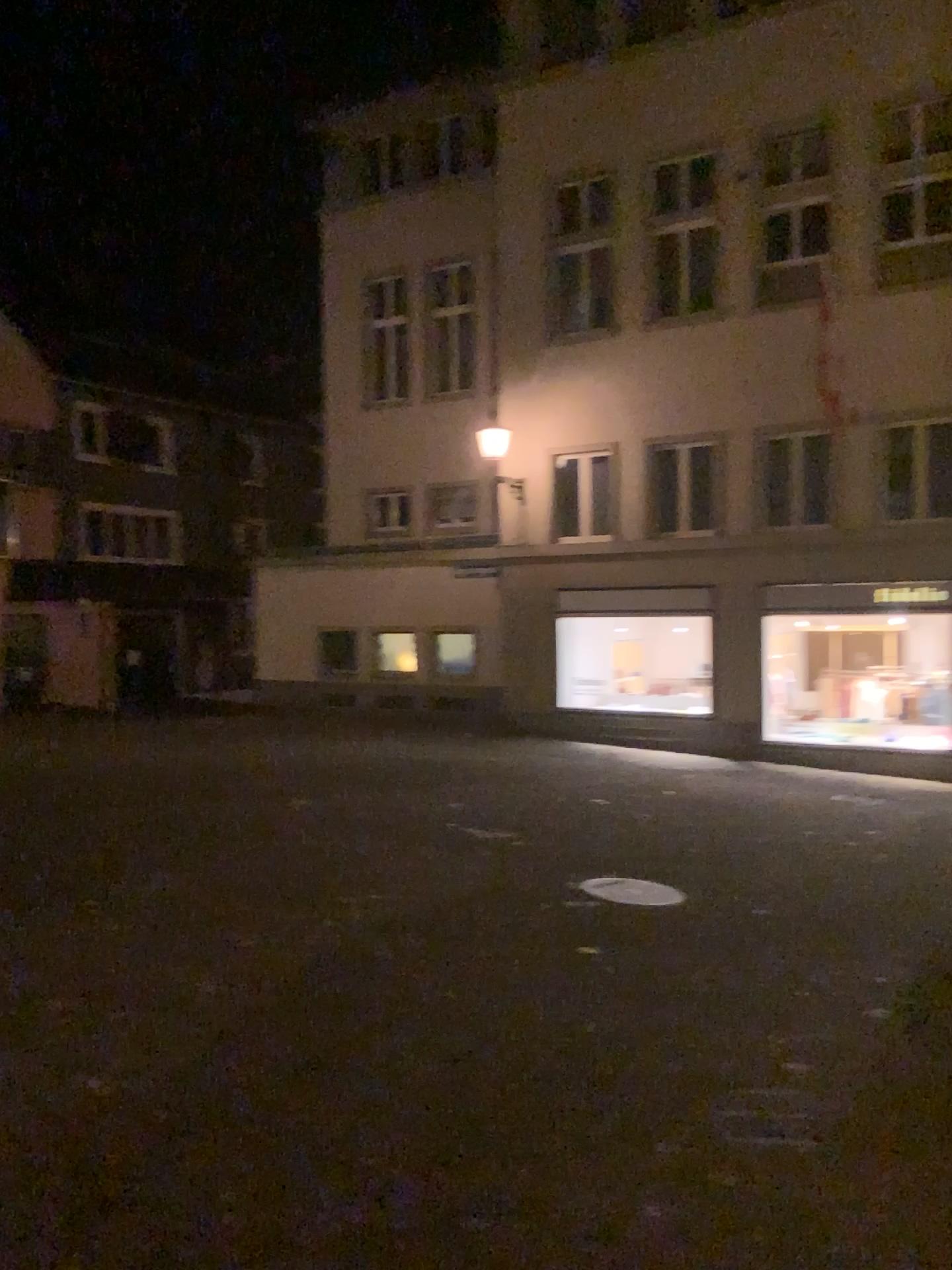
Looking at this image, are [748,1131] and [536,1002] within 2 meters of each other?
yes
